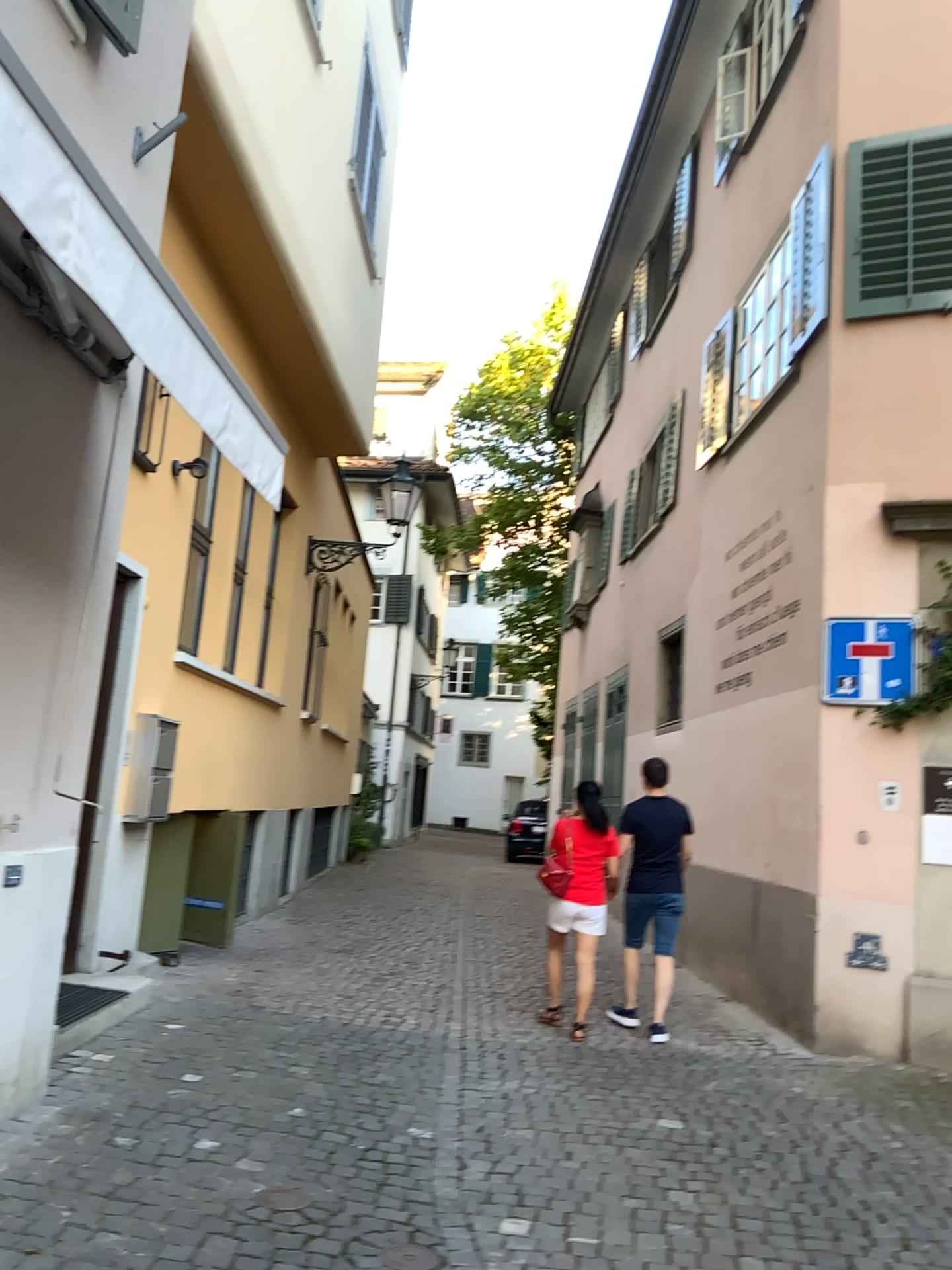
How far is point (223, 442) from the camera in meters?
3.7
